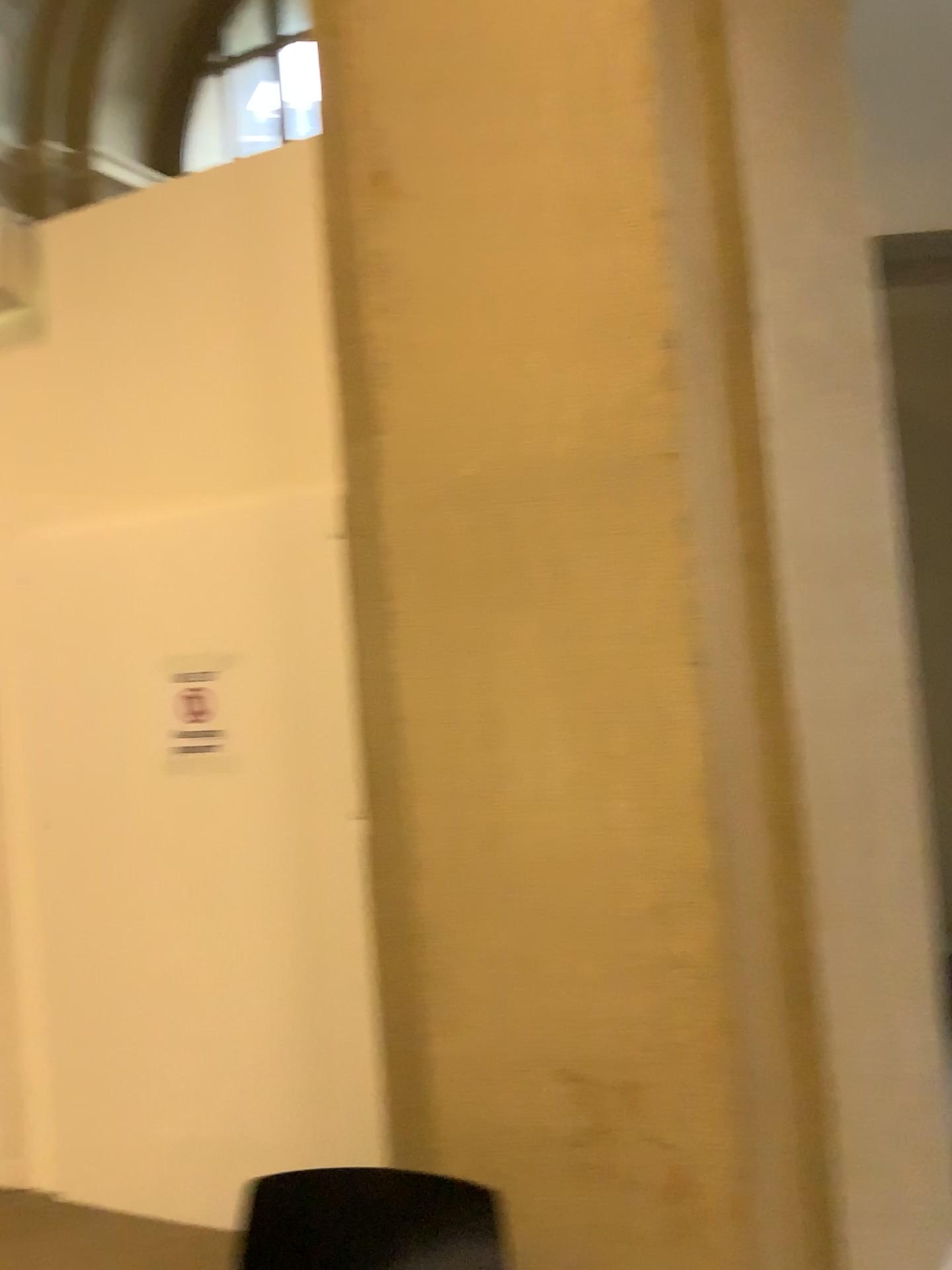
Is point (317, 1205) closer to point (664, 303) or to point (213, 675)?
point (664, 303)

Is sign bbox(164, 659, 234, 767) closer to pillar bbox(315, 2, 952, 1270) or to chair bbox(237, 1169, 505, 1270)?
pillar bbox(315, 2, 952, 1270)

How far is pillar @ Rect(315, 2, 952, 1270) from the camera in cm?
161

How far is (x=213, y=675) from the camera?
3.11m

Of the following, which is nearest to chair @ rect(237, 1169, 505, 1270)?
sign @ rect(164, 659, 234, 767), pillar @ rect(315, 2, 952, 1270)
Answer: pillar @ rect(315, 2, 952, 1270)

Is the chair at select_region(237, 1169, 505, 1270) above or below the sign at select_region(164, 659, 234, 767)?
below

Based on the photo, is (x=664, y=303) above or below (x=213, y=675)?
above

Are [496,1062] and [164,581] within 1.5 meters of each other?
no

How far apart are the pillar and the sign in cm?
134

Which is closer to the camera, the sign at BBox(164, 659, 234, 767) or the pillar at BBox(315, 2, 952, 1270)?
the pillar at BBox(315, 2, 952, 1270)
